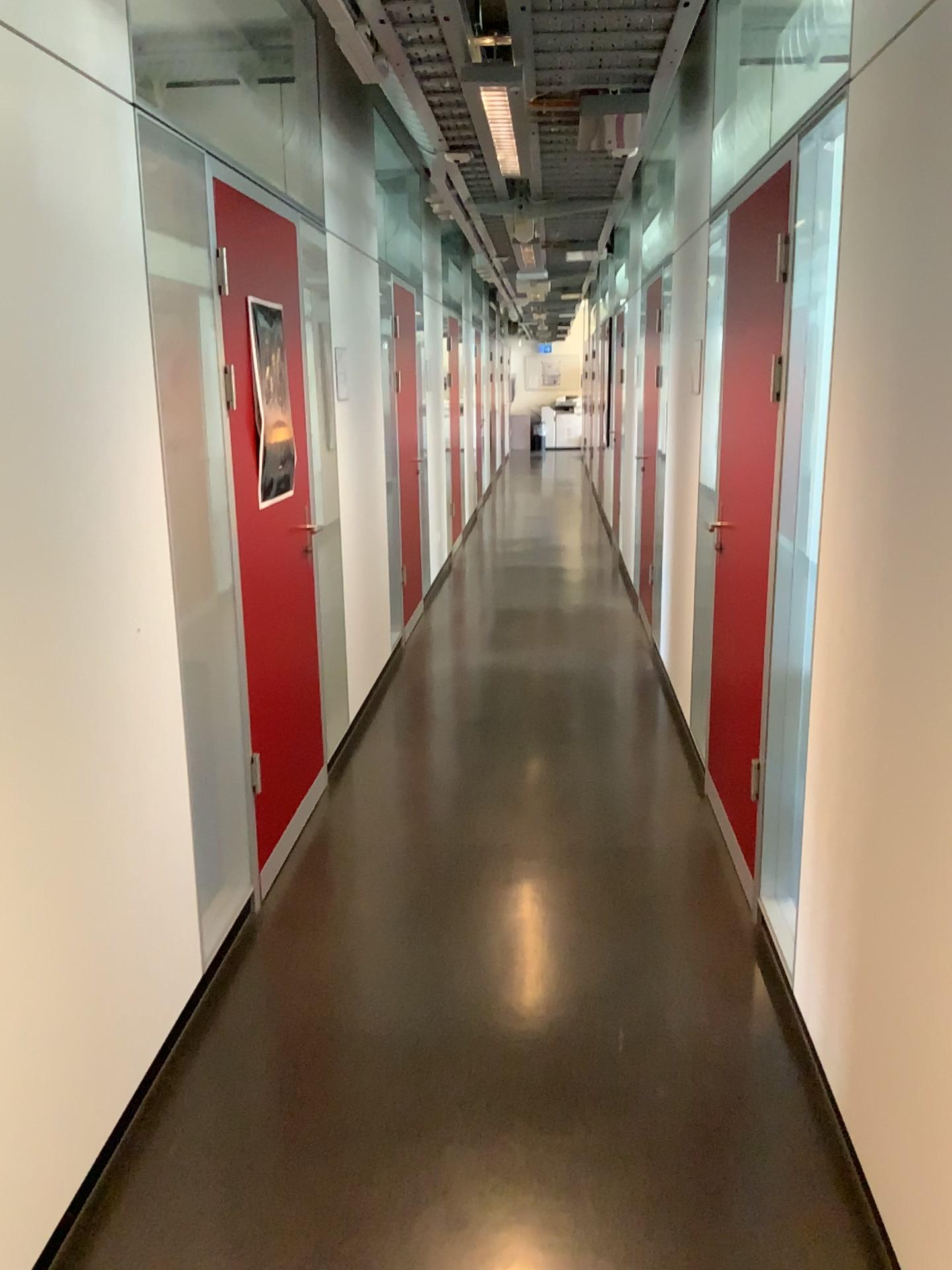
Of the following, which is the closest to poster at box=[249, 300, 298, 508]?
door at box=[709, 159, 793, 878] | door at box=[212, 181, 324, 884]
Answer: door at box=[212, 181, 324, 884]

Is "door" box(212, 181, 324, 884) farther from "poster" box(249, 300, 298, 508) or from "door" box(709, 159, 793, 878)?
"door" box(709, 159, 793, 878)

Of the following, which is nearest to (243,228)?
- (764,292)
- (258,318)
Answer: (258,318)

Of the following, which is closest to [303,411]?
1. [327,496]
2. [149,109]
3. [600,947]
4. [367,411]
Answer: [327,496]

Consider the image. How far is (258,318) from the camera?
3.29m

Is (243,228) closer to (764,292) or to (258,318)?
(258,318)

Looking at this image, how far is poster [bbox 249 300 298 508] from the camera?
3.3m
